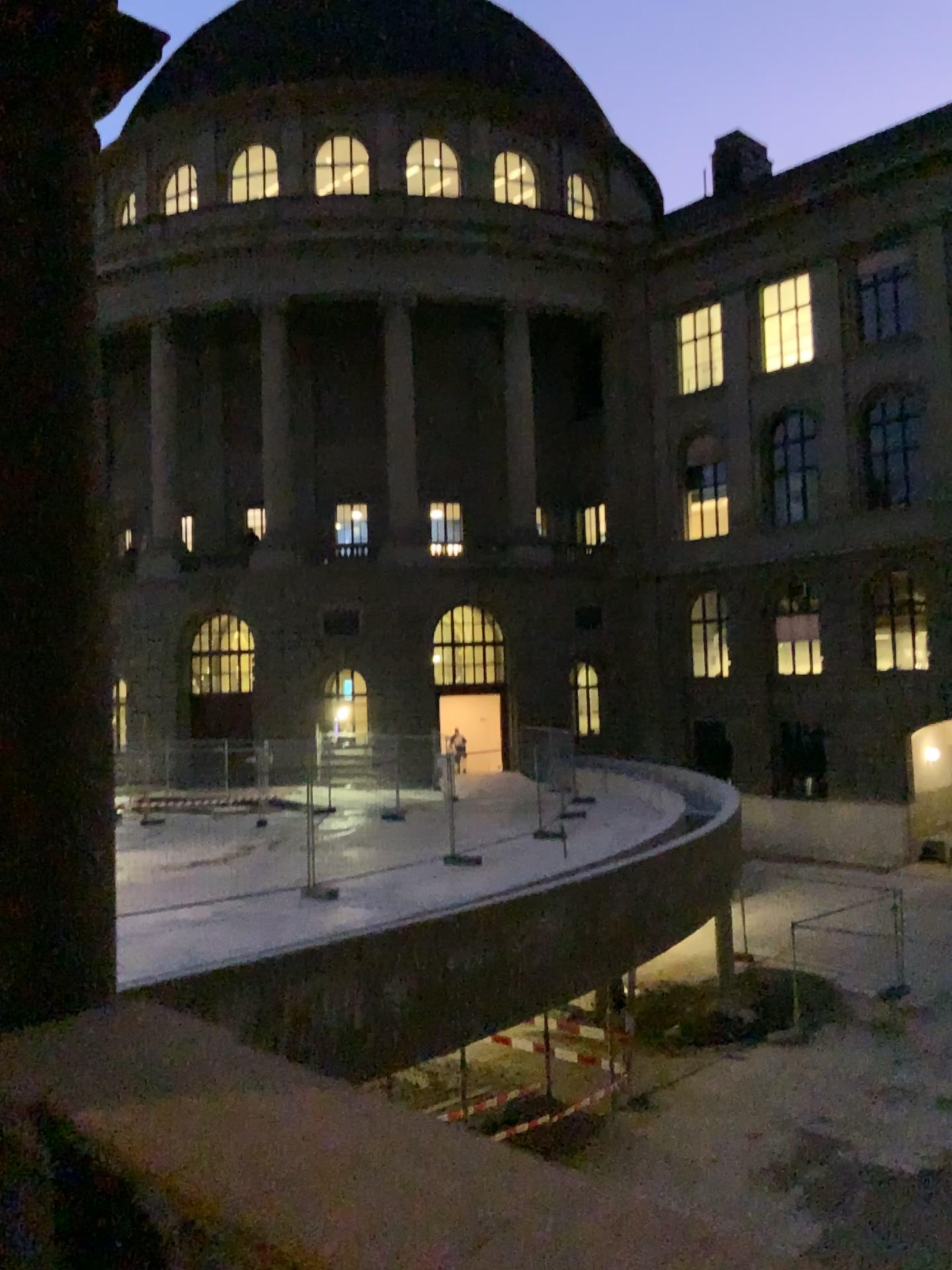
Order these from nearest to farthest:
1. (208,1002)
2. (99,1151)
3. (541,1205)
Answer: (541,1205) → (99,1151) → (208,1002)
